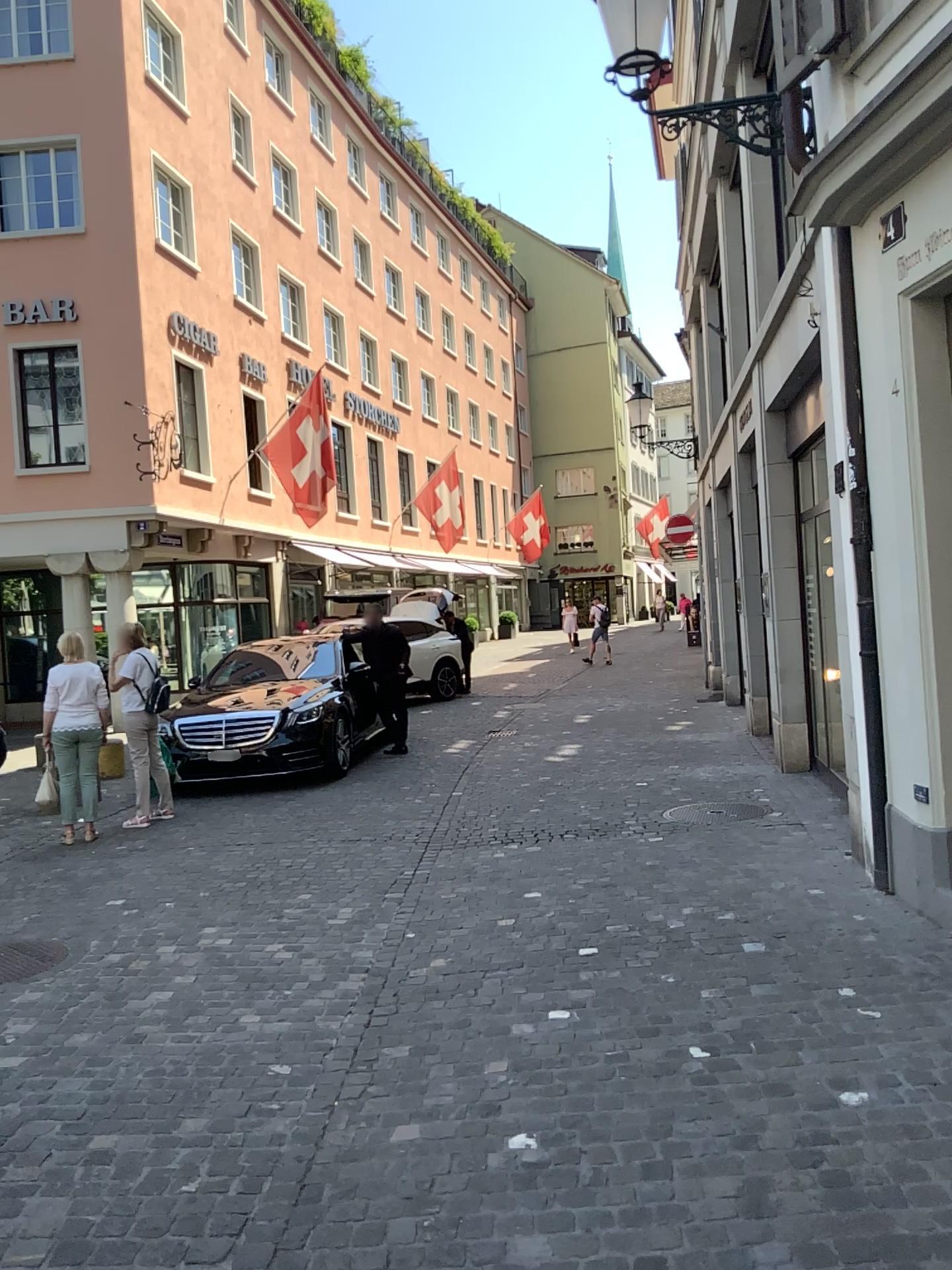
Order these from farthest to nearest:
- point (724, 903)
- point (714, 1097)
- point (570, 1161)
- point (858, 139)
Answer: point (724, 903) < point (858, 139) < point (714, 1097) < point (570, 1161)
